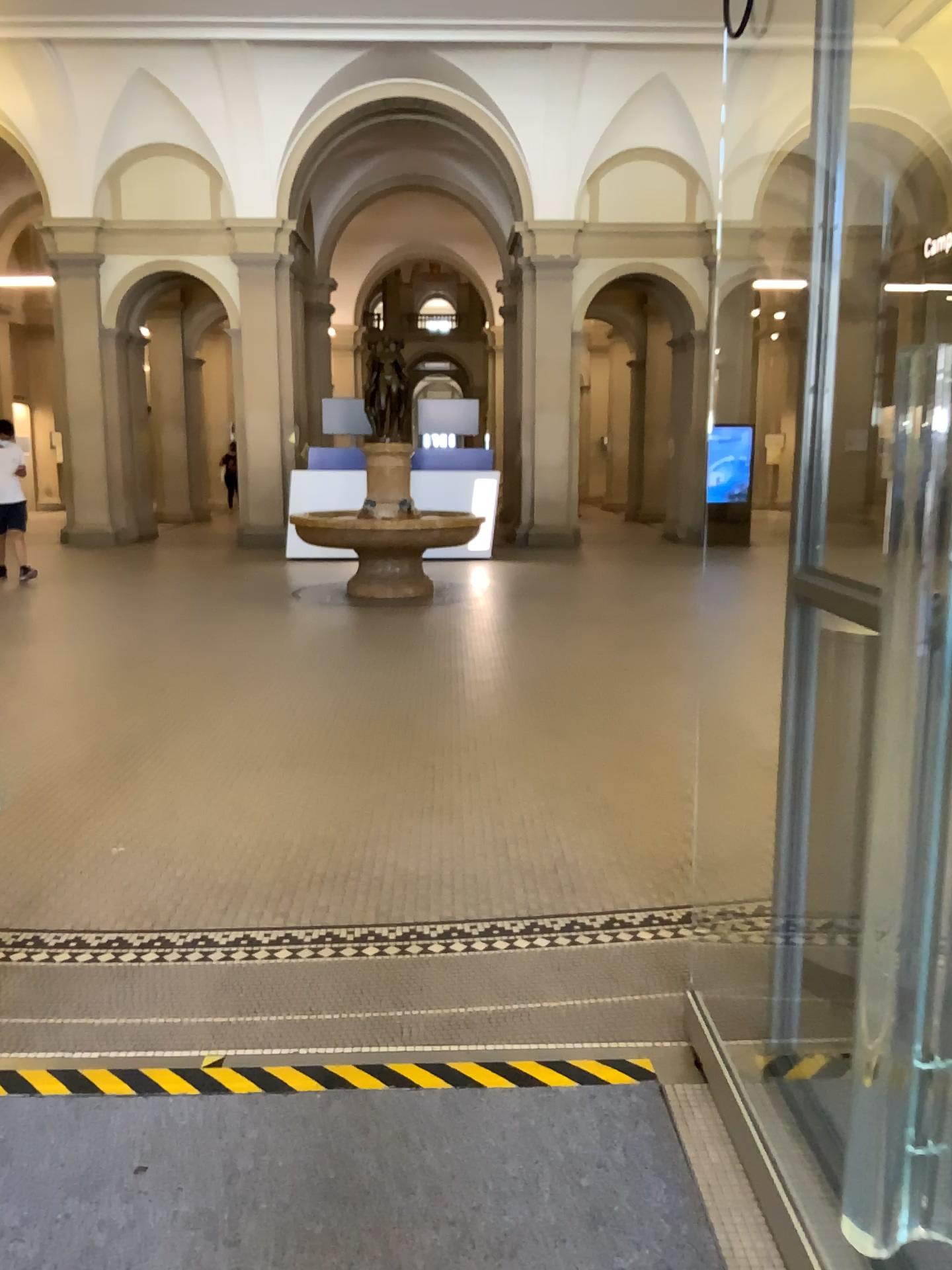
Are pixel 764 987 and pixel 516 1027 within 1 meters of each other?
yes
